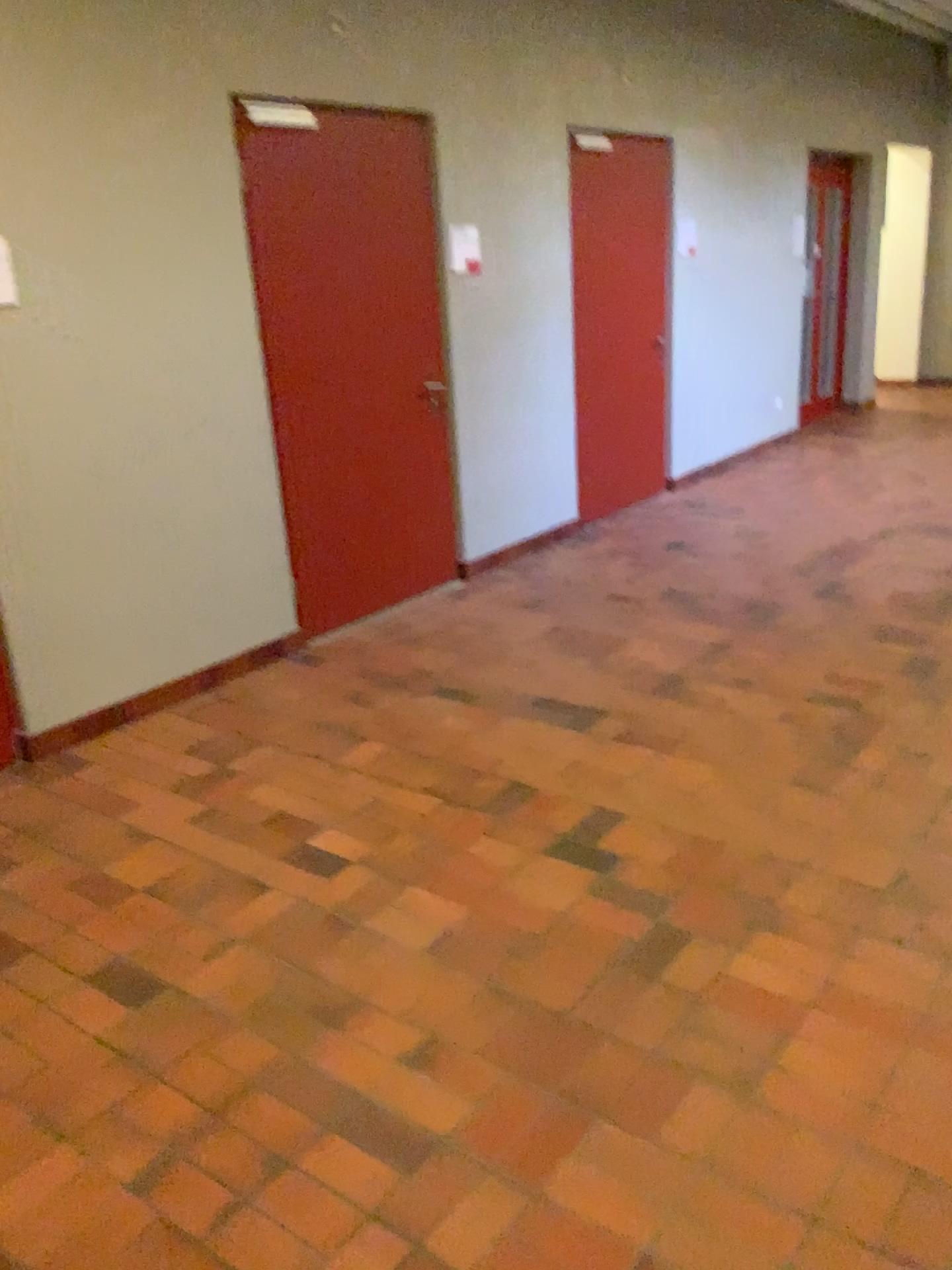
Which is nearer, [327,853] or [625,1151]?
[625,1151]
